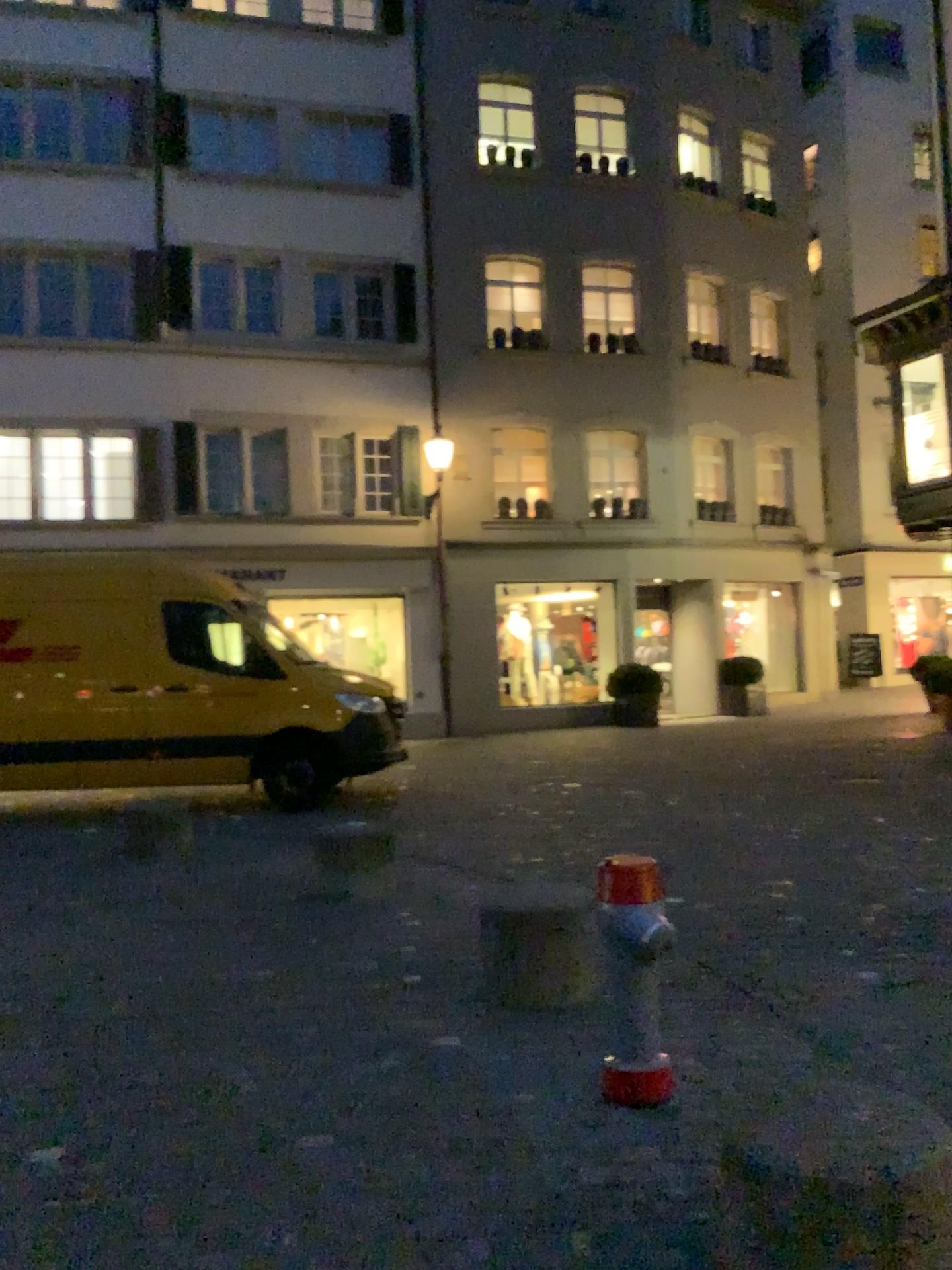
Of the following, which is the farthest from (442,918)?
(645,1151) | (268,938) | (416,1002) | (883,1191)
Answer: (883,1191)
